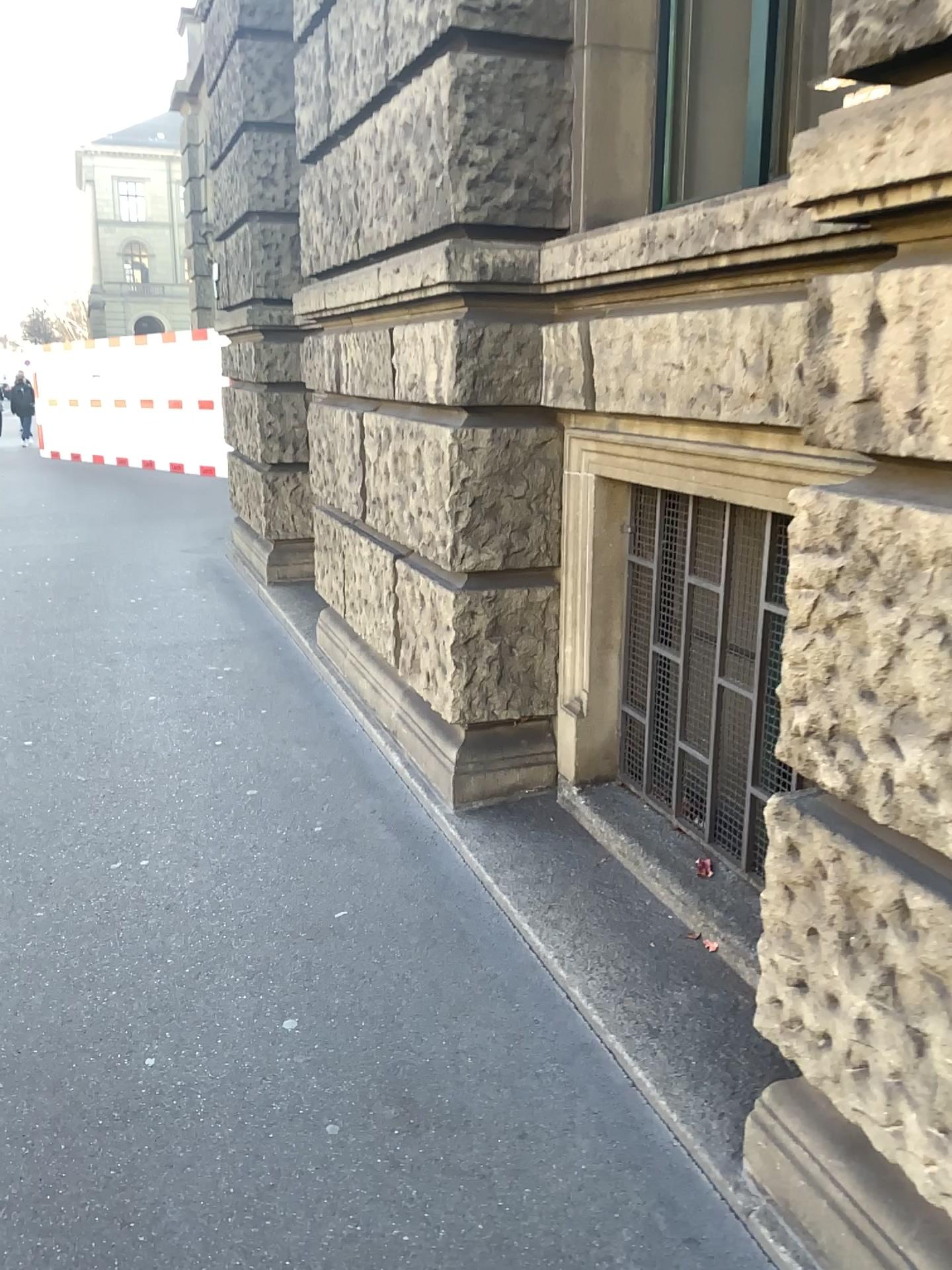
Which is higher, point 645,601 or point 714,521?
point 714,521

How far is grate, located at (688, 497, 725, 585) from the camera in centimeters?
277cm

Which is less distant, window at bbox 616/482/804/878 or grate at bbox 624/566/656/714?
window at bbox 616/482/804/878

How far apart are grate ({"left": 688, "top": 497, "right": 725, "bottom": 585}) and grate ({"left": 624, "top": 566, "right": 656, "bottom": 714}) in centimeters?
35cm

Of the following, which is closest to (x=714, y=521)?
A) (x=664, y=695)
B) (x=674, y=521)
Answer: (x=674, y=521)

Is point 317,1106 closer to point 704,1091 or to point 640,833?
point 704,1091

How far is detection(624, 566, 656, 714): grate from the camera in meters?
3.2 m

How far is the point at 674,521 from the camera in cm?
301

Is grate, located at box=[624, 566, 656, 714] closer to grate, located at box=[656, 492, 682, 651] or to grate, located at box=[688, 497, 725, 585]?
grate, located at box=[656, 492, 682, 651]

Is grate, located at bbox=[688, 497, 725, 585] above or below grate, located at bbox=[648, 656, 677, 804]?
above
